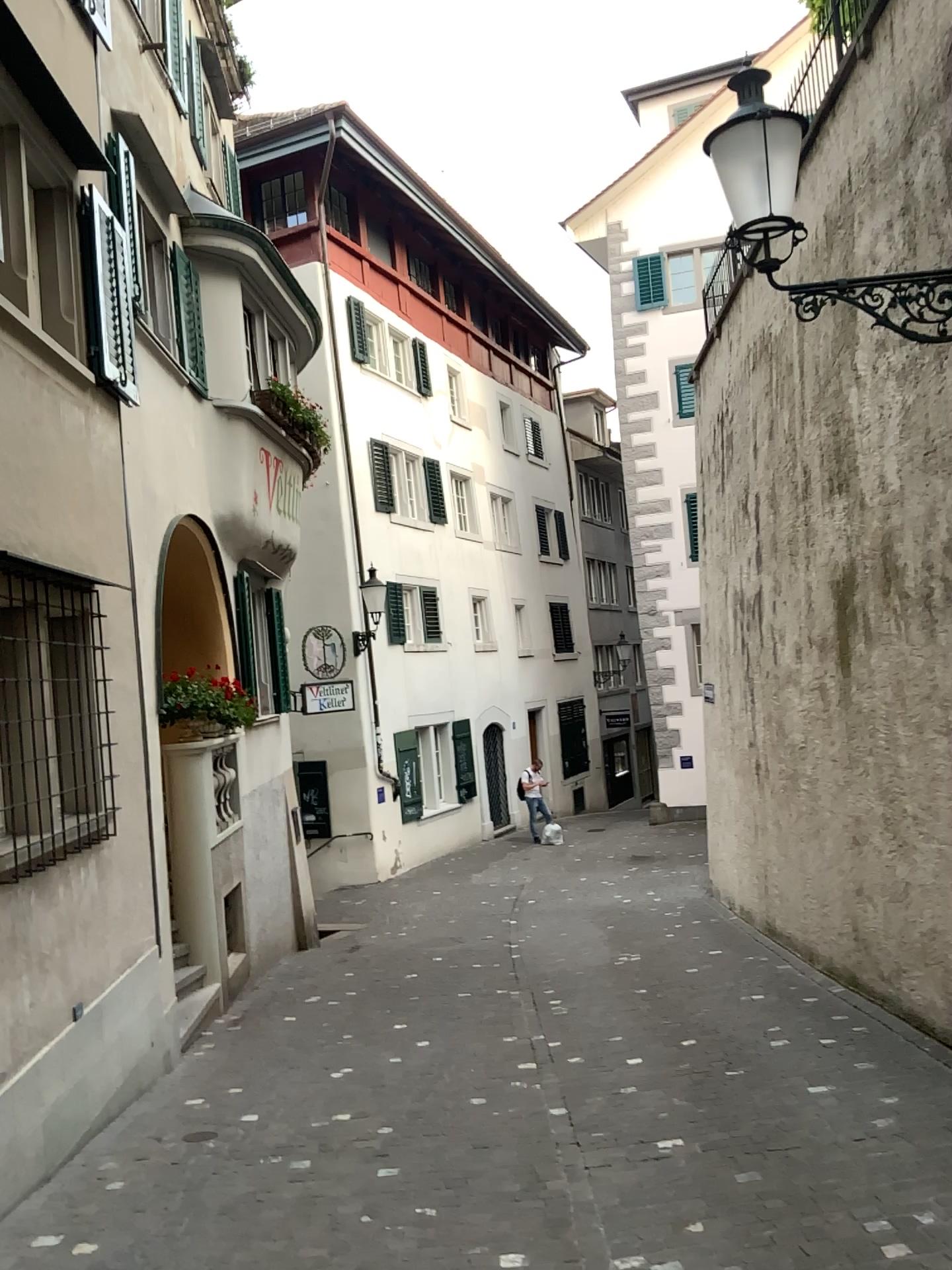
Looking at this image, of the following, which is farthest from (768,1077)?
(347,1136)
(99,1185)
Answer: (99,1185)
